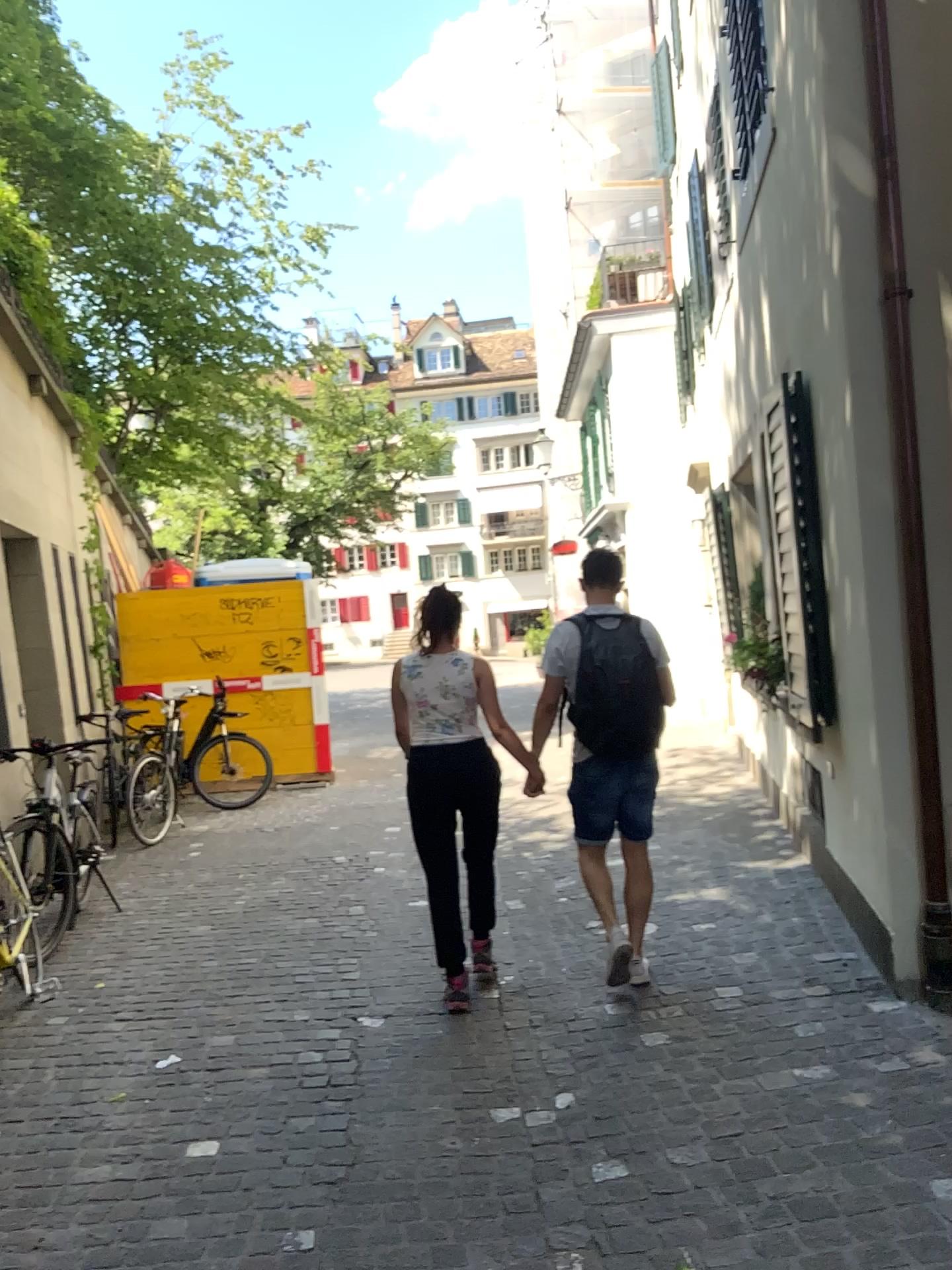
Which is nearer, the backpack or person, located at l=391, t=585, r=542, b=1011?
the backpack

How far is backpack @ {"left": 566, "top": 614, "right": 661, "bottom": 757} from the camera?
4.0m

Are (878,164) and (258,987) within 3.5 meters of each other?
no

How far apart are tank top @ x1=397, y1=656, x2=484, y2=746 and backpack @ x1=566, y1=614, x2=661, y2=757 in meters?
0.5

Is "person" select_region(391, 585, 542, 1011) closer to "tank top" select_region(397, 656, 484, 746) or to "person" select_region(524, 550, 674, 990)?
"tank top" select_region(397, 656, 484, 746)

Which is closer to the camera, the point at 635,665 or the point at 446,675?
the point at 635,665

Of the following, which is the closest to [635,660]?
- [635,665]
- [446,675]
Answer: [635,665]

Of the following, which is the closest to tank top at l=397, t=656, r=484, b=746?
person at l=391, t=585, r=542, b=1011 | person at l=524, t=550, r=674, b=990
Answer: person at l=391, t=585, r=542, b=1011

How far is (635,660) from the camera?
4.05m

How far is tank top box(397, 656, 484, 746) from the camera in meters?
4.3 m
